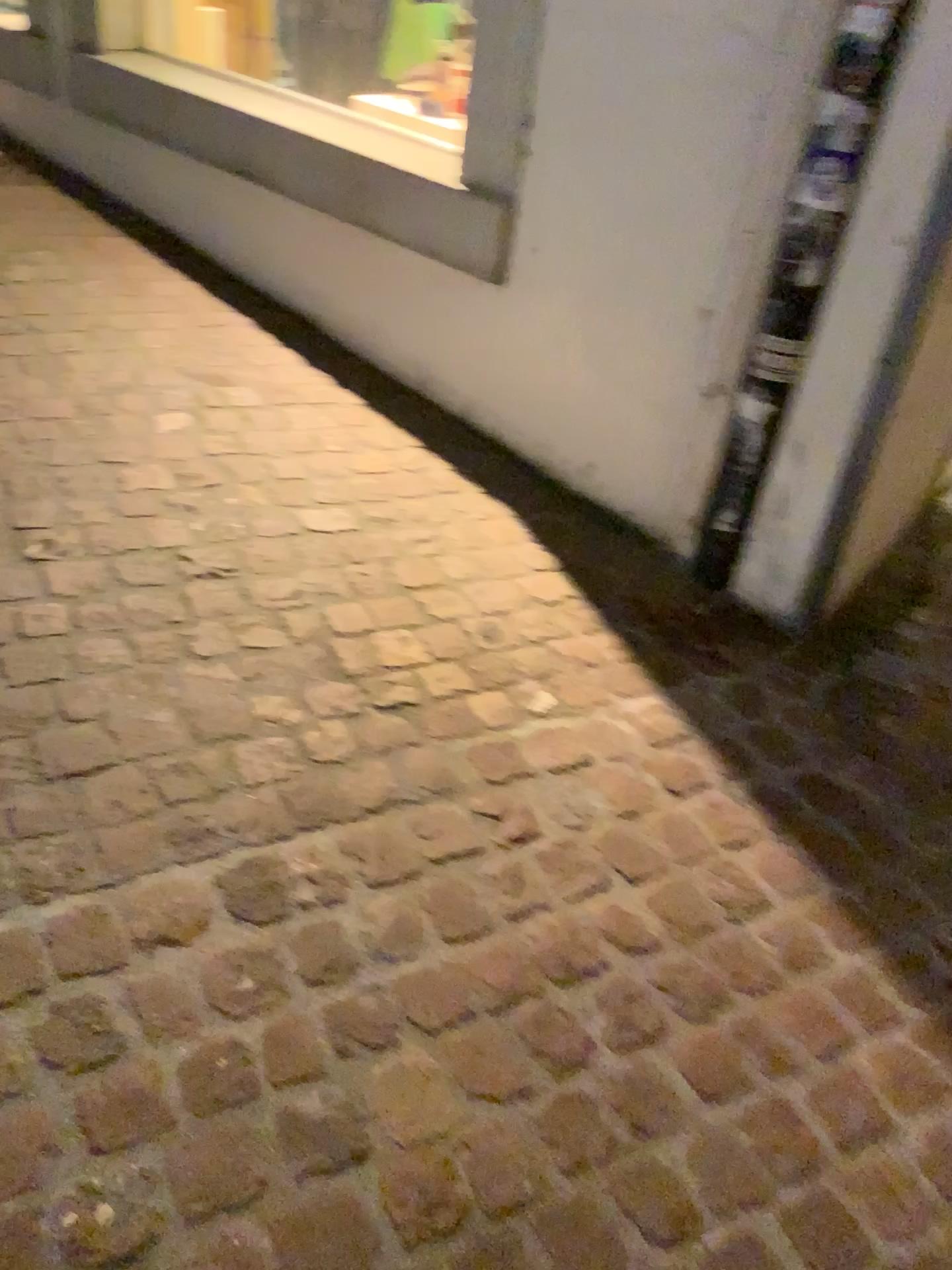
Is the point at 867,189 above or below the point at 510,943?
above
